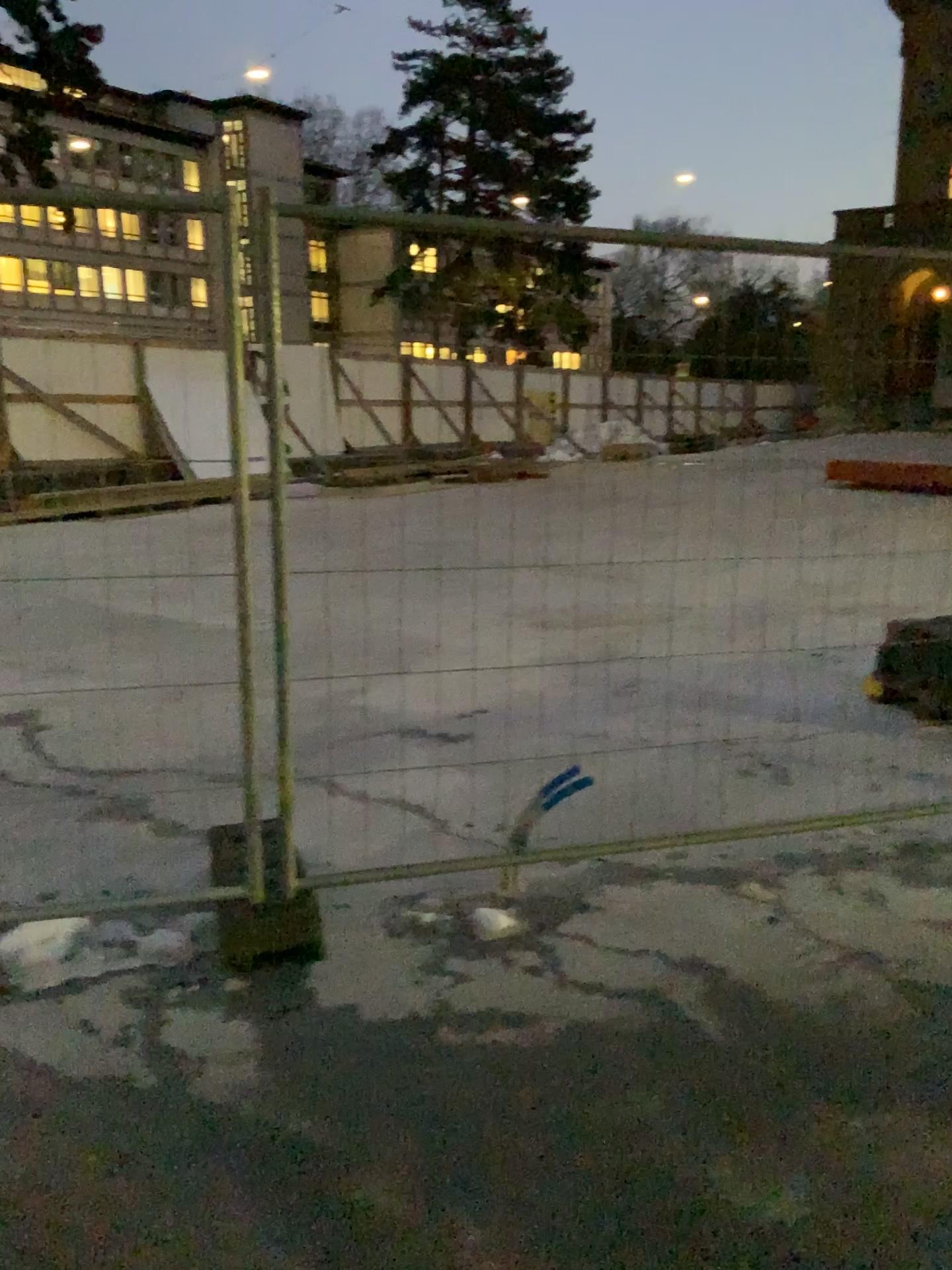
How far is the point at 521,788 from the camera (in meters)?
4.08
